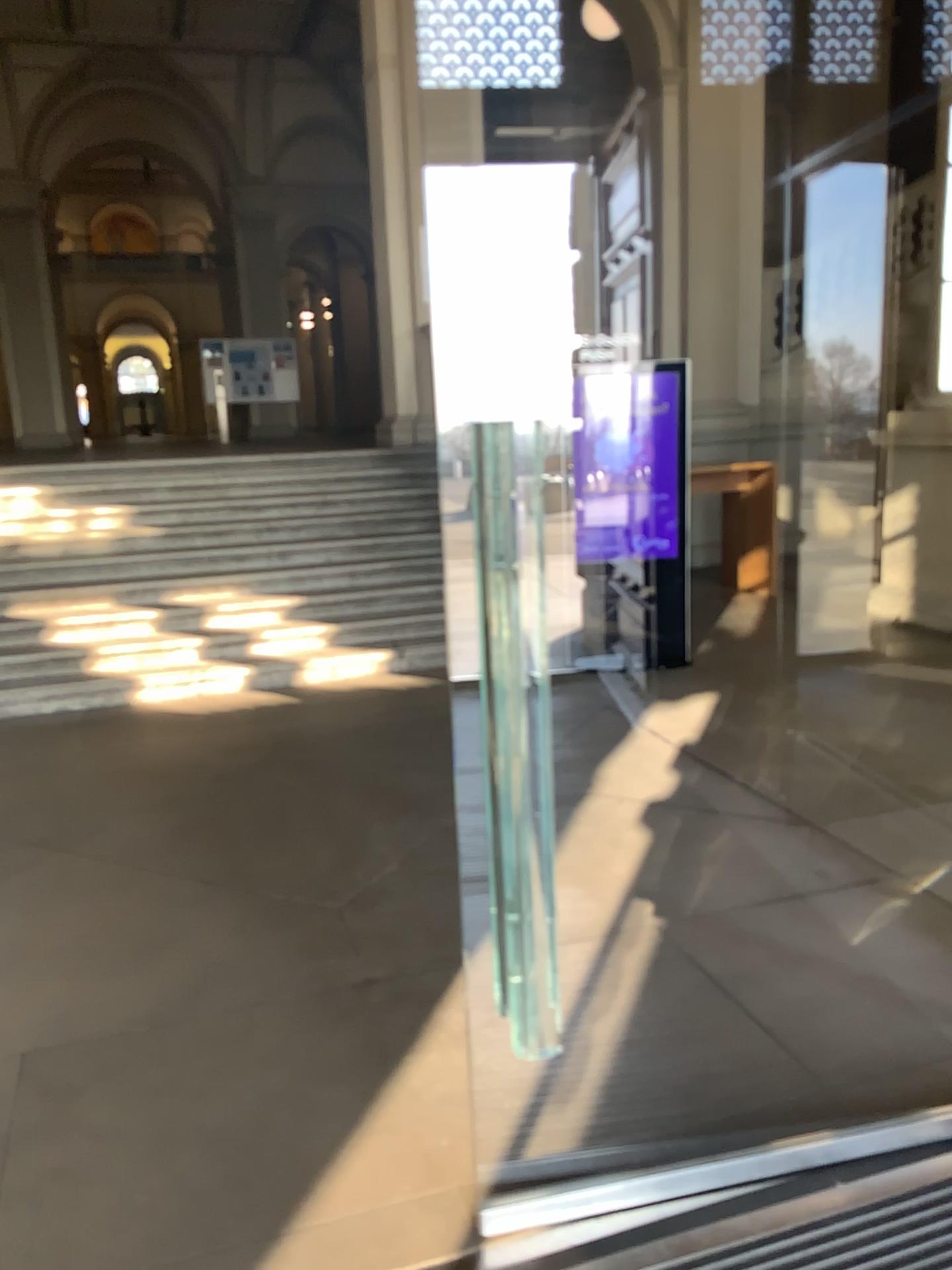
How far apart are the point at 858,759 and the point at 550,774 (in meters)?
1.36
